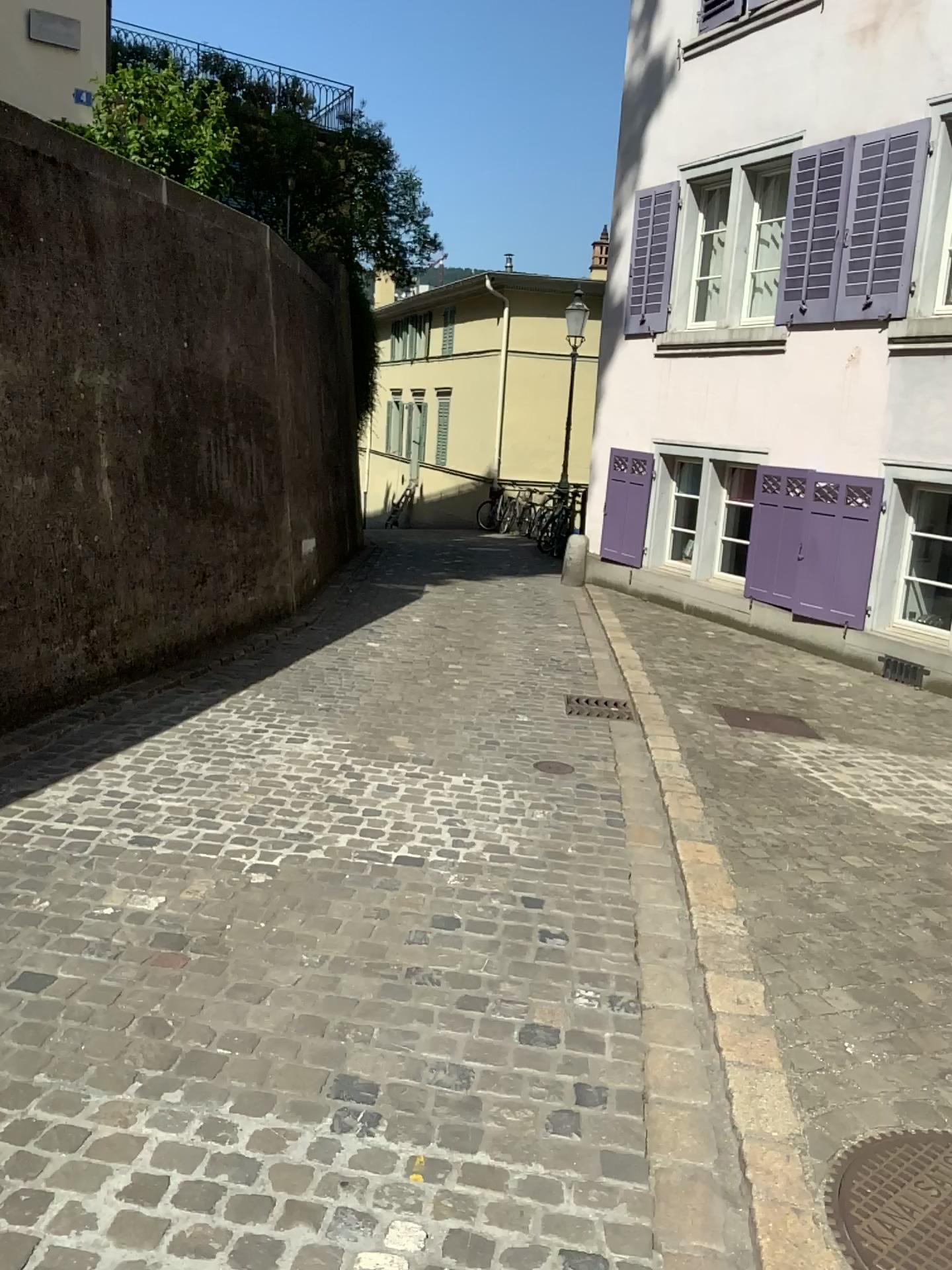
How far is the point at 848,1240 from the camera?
1.9m

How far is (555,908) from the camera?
3.2 meters

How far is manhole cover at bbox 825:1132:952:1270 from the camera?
1.9 meters
